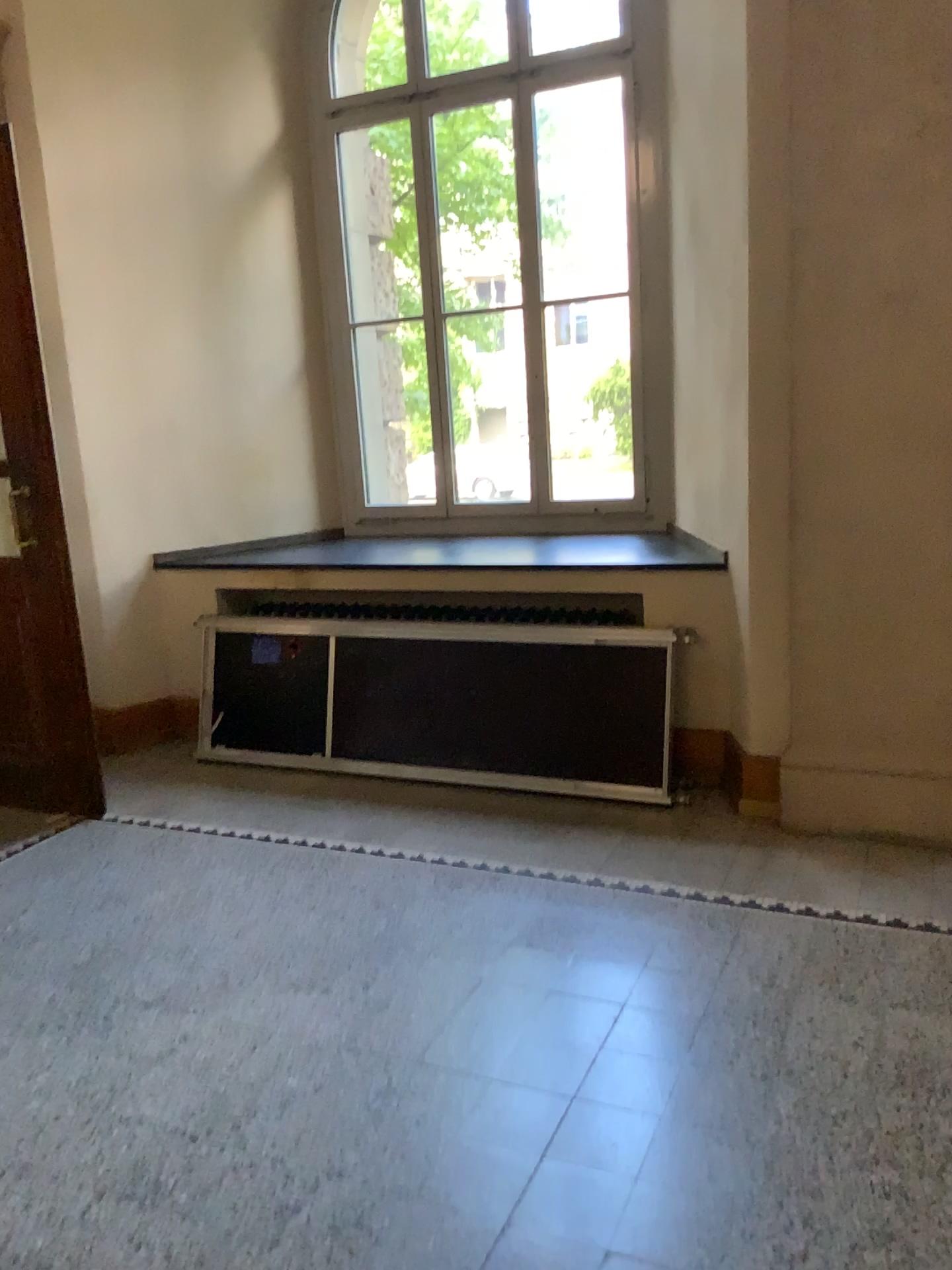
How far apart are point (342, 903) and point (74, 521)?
2.1m
